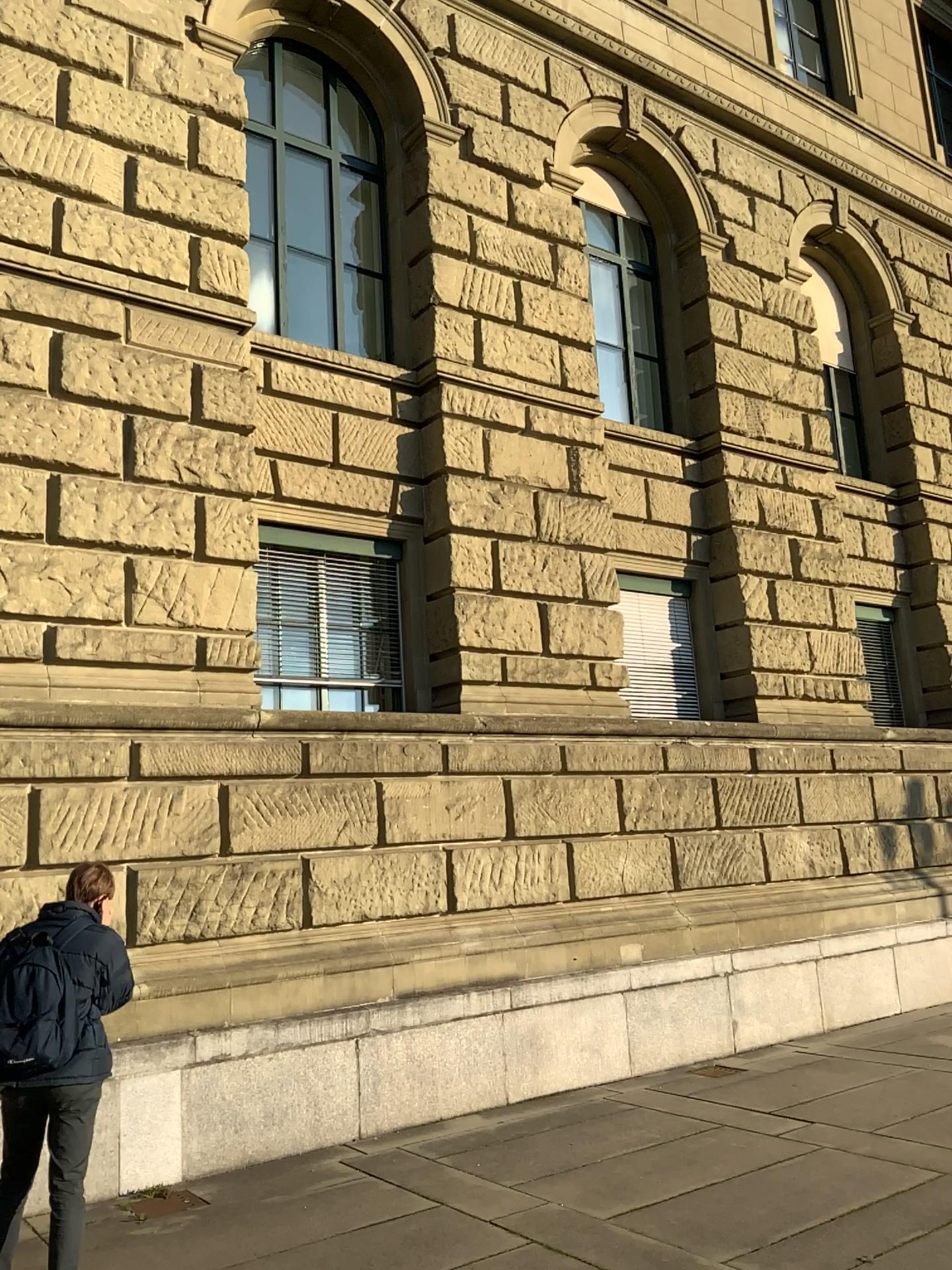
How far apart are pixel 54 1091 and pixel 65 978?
0.4m
